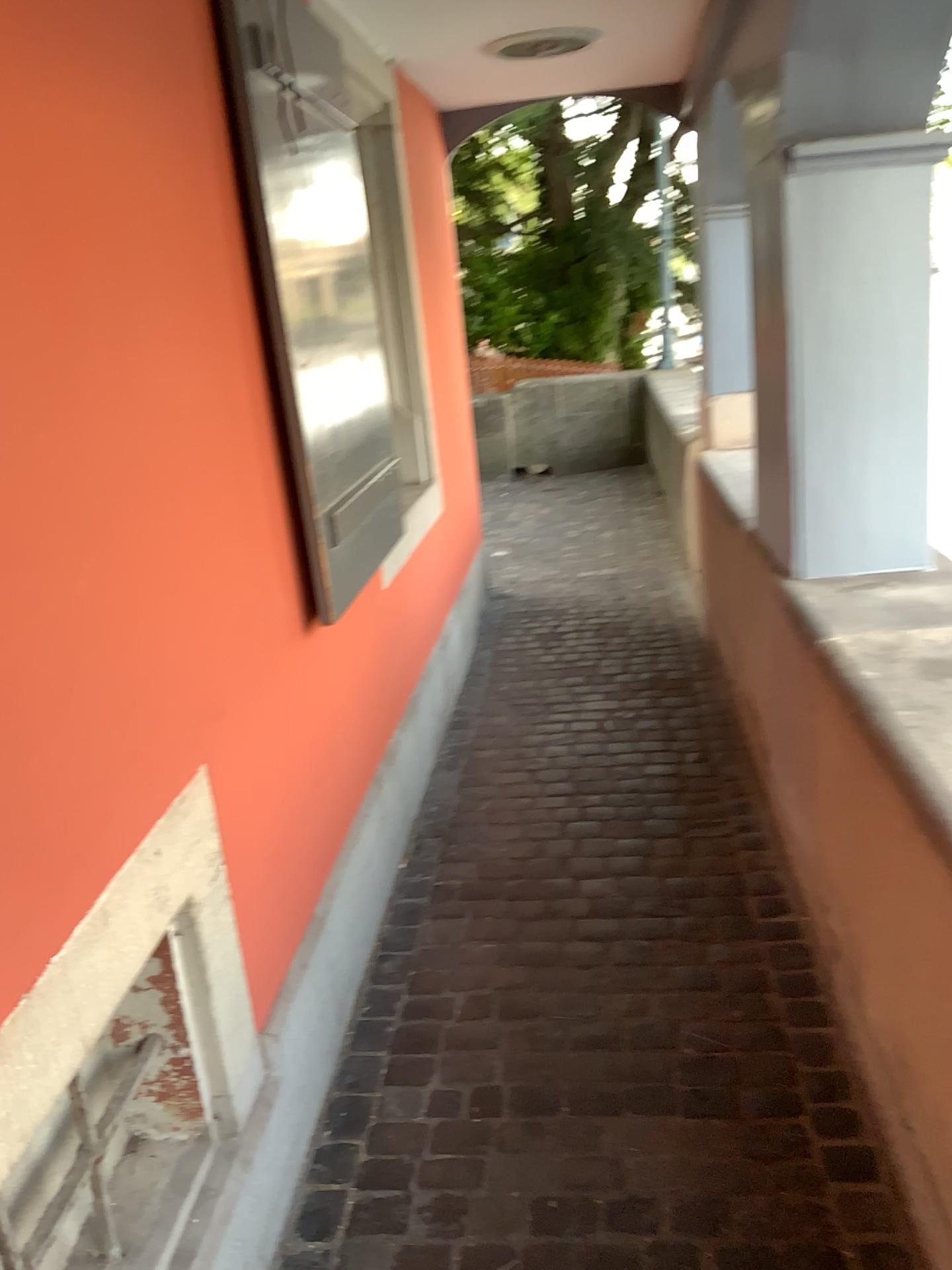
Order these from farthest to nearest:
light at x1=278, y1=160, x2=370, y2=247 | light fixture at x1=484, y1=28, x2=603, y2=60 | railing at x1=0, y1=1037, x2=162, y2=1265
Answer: light fixture at x1=484, y1=28, x2=603, y2=60
light at x1=278, y1=160, x2=370, y2=247
railing at x1=0, y1=1037, x2=162, y2=1265

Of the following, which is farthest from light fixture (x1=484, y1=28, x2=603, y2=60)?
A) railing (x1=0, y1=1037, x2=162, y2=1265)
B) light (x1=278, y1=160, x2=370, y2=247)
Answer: railing (x1=0, y1=1037, x2=162, y2=1265)

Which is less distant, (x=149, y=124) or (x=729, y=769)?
(x=149, y=124)

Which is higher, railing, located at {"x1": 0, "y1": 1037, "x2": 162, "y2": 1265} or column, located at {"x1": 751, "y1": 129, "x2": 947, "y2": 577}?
column, located at {"x1": 751, "y1": 129, "x2": 947, "y2": 577}

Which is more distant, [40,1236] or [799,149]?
[799,149]

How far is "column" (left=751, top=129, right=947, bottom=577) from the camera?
2.2m

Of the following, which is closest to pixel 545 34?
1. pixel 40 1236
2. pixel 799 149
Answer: pixel 799 149

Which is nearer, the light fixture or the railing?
the railing

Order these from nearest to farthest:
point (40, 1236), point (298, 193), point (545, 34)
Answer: point (40, 1236) → point (298, 193) → point (545, 34)

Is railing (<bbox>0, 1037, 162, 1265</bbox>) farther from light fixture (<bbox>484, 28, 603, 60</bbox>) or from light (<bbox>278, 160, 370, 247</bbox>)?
light fixture (<bbox>484, 28, 603, 60</bbox>)
